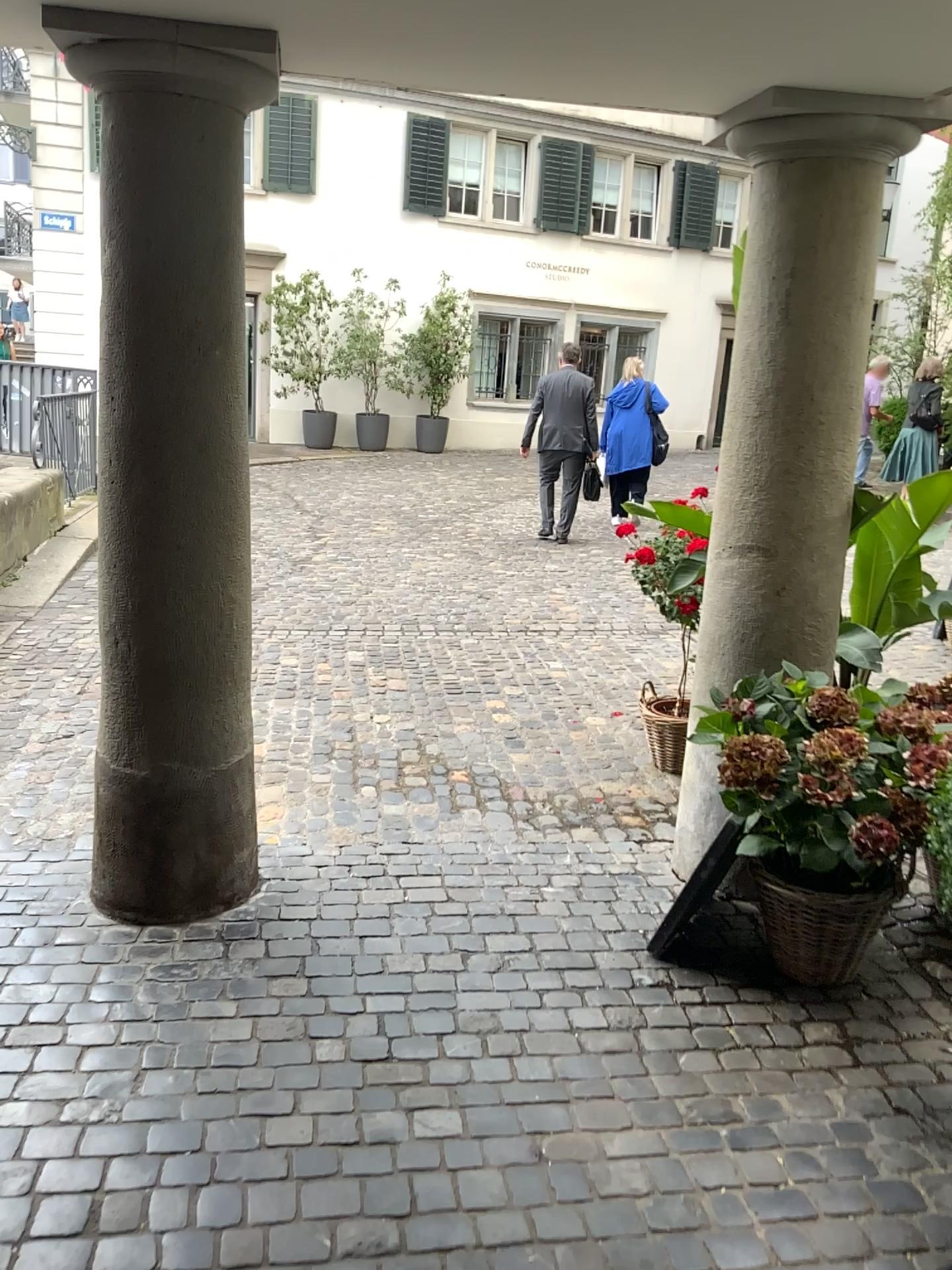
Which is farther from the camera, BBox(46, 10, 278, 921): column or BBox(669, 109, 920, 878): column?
BBox(669, 109, 920, 878): column

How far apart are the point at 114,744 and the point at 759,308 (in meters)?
2.09

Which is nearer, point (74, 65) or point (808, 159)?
point (74, 65)
